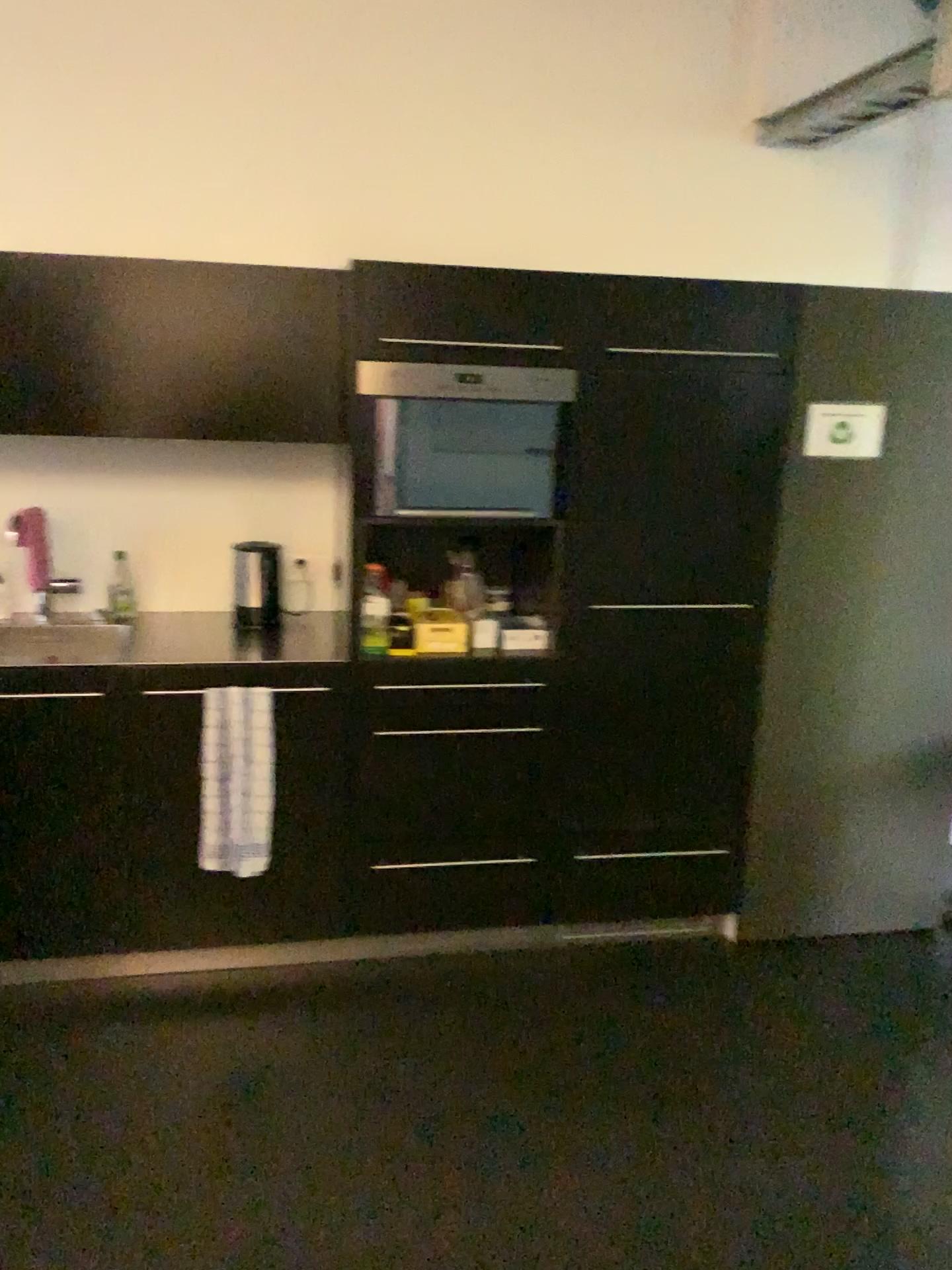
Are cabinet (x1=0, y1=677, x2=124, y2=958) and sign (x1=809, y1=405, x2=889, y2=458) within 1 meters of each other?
no

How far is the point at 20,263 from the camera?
2.6m

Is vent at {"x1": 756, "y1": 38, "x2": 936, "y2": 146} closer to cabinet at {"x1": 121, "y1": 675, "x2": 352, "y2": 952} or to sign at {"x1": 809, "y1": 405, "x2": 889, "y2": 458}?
sign at {"x1": 809, "y1": 405, "x2": 889, "y2": 458}

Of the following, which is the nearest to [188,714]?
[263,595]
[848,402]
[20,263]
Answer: [263,595]

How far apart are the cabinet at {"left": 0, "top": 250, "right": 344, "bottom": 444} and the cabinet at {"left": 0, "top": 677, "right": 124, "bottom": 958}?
0.7 meters

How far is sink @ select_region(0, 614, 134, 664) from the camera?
2.7m

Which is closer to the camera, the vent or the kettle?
the vent

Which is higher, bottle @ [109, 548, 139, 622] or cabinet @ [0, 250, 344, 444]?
cabinet @ [0, 250, 344, 444]

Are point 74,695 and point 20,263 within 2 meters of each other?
yes

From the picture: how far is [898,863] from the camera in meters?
3.2
